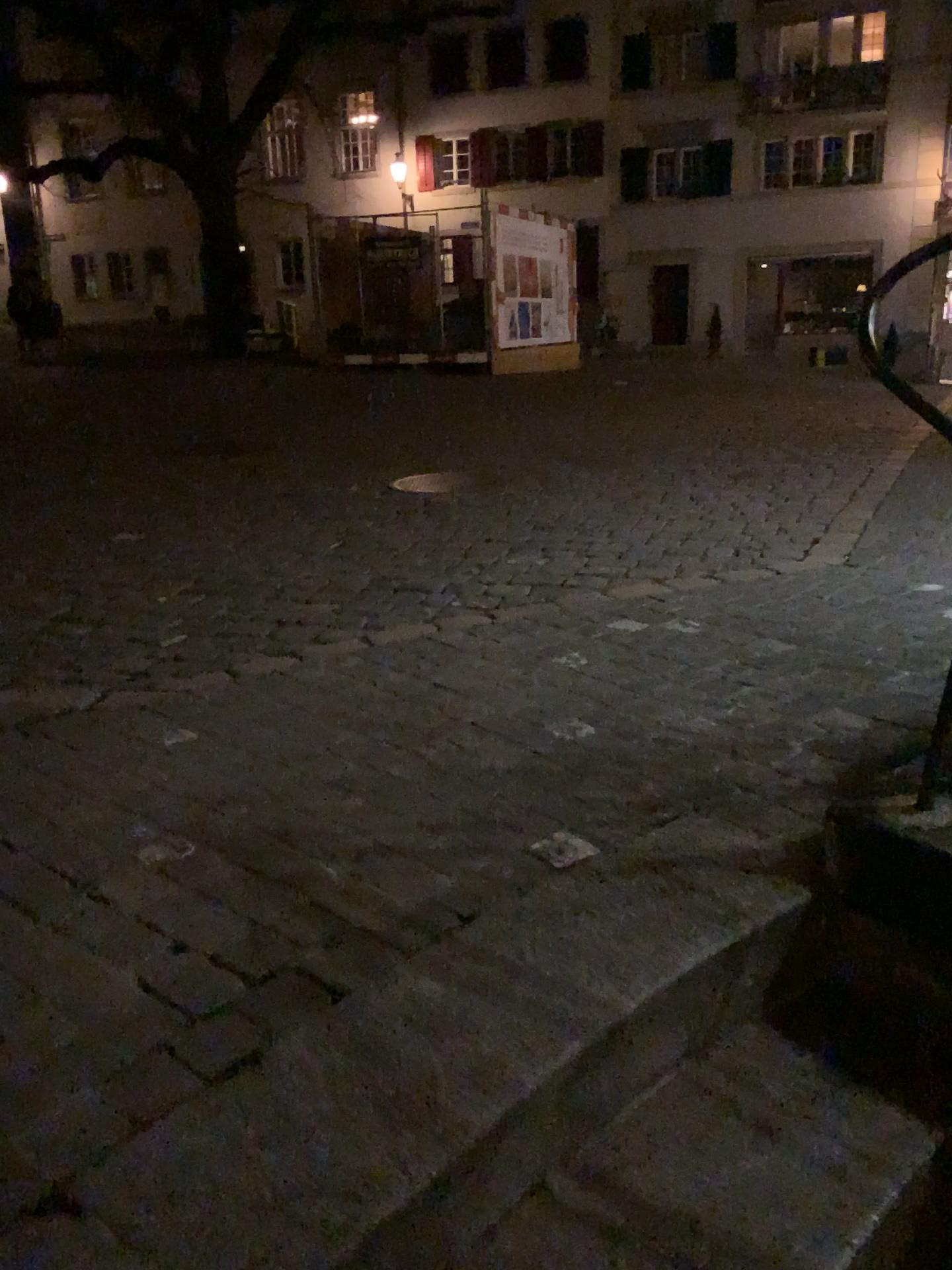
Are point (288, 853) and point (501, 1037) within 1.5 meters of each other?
yes
